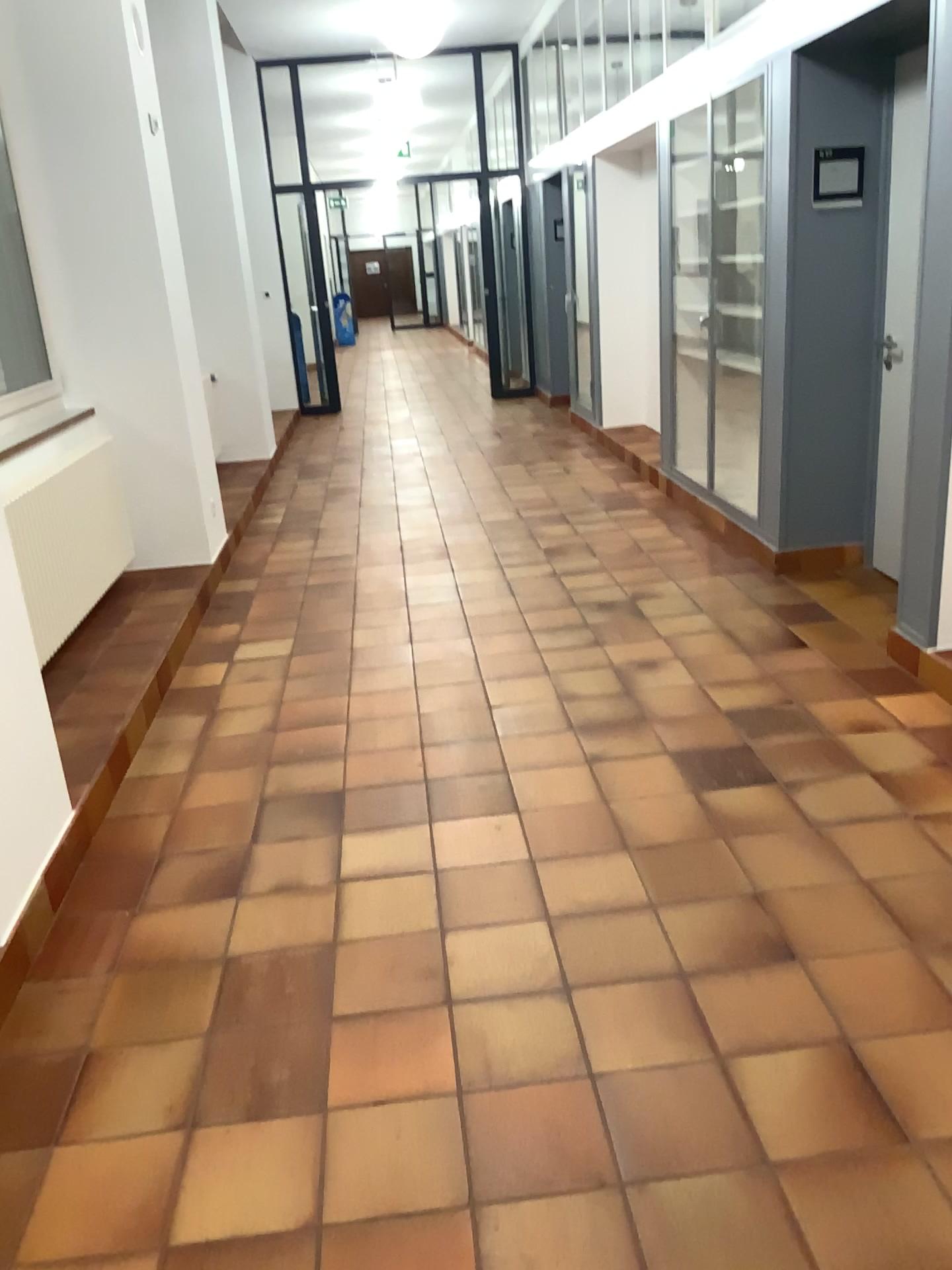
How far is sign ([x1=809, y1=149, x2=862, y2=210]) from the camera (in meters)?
4.37

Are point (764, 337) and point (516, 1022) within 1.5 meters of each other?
no

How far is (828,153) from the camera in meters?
4.4
